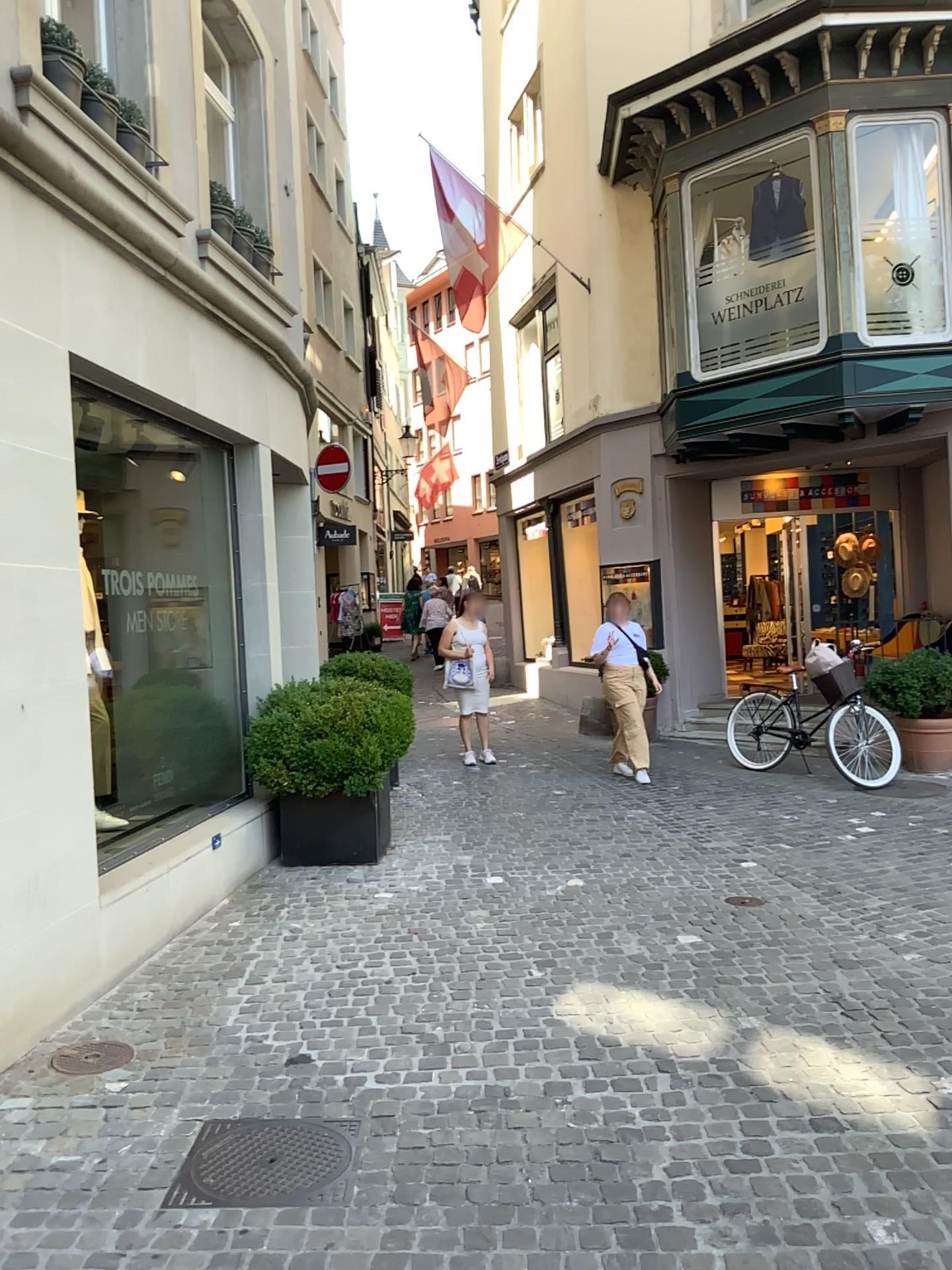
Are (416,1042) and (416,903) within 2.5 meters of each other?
yes

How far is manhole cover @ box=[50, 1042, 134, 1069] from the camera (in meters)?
3.75

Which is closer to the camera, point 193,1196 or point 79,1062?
point 193,1196

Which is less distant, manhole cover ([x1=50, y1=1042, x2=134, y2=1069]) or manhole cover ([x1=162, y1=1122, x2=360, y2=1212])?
manhole cover ([x1=162, y1=1122, x2=360, y2=1212])

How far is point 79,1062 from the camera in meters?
3.8
